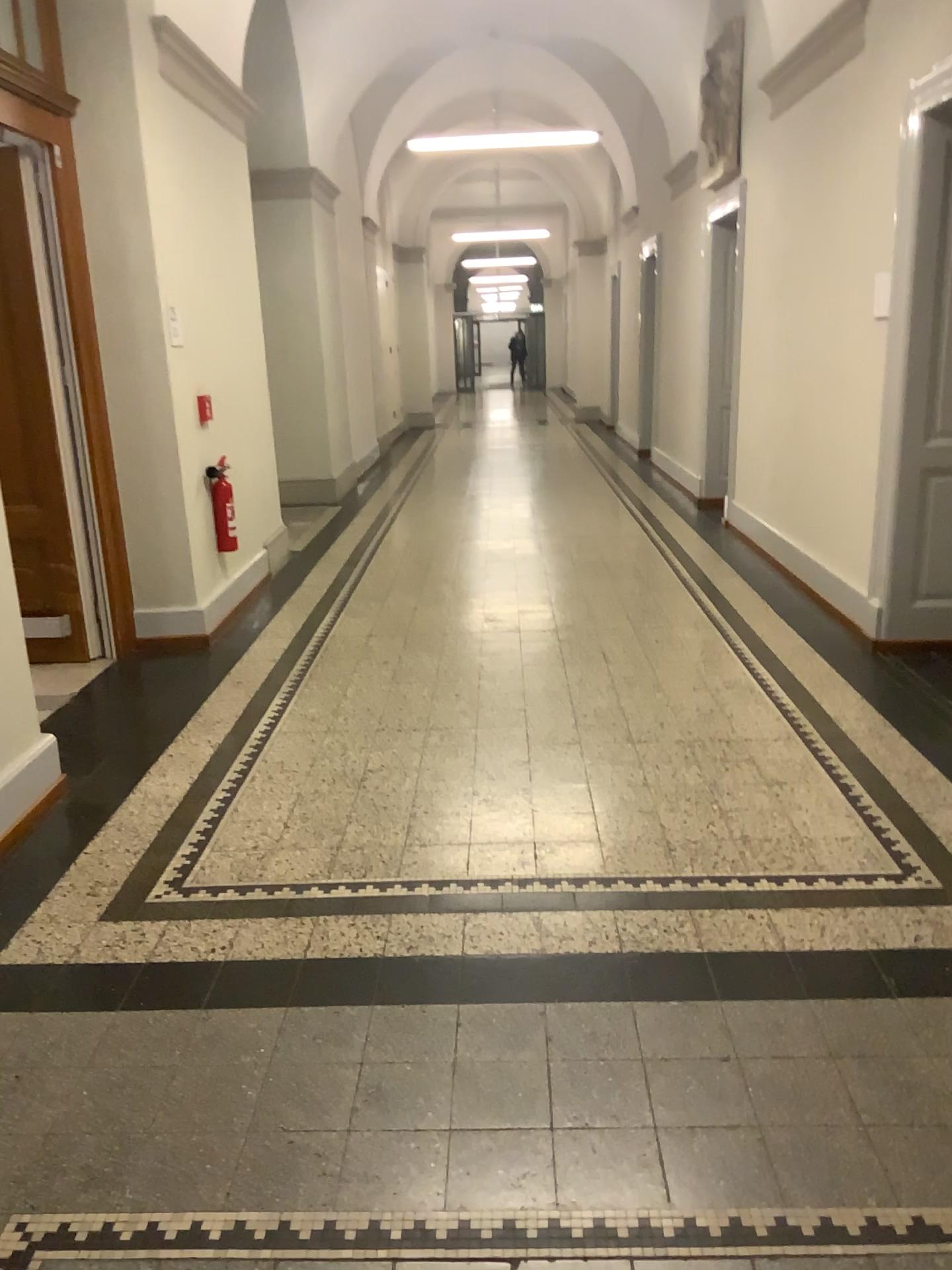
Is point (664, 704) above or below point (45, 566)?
below
